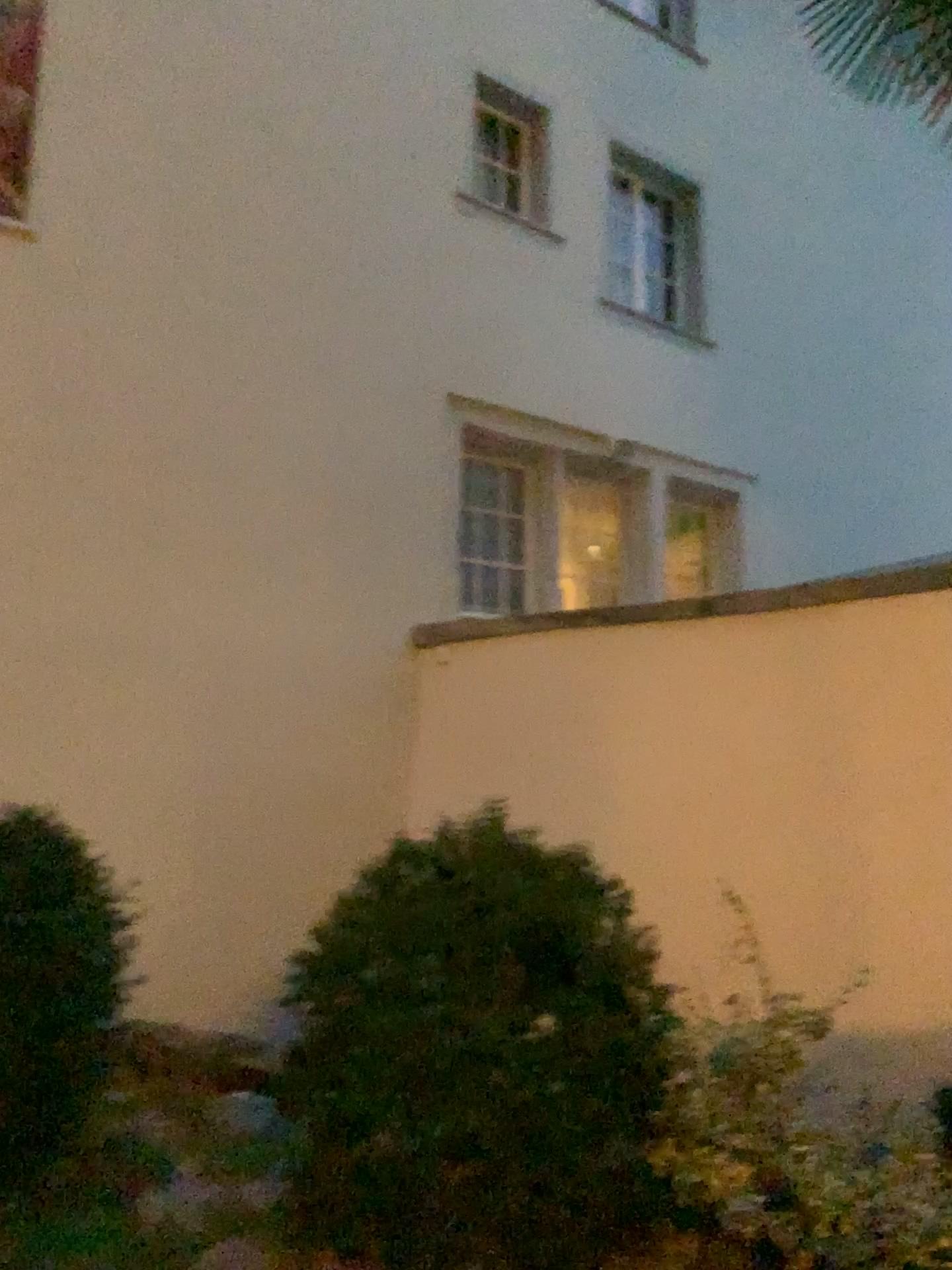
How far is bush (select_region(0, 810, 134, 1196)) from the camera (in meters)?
2.60

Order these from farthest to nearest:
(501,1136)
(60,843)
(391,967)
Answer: (60,843) < (391,967) < (501,1136)

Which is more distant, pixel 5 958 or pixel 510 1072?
pixel 5 958

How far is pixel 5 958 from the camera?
2.60m

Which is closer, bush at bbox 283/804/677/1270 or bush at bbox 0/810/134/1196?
Answer: bush at bbox 283/804/677/1270
